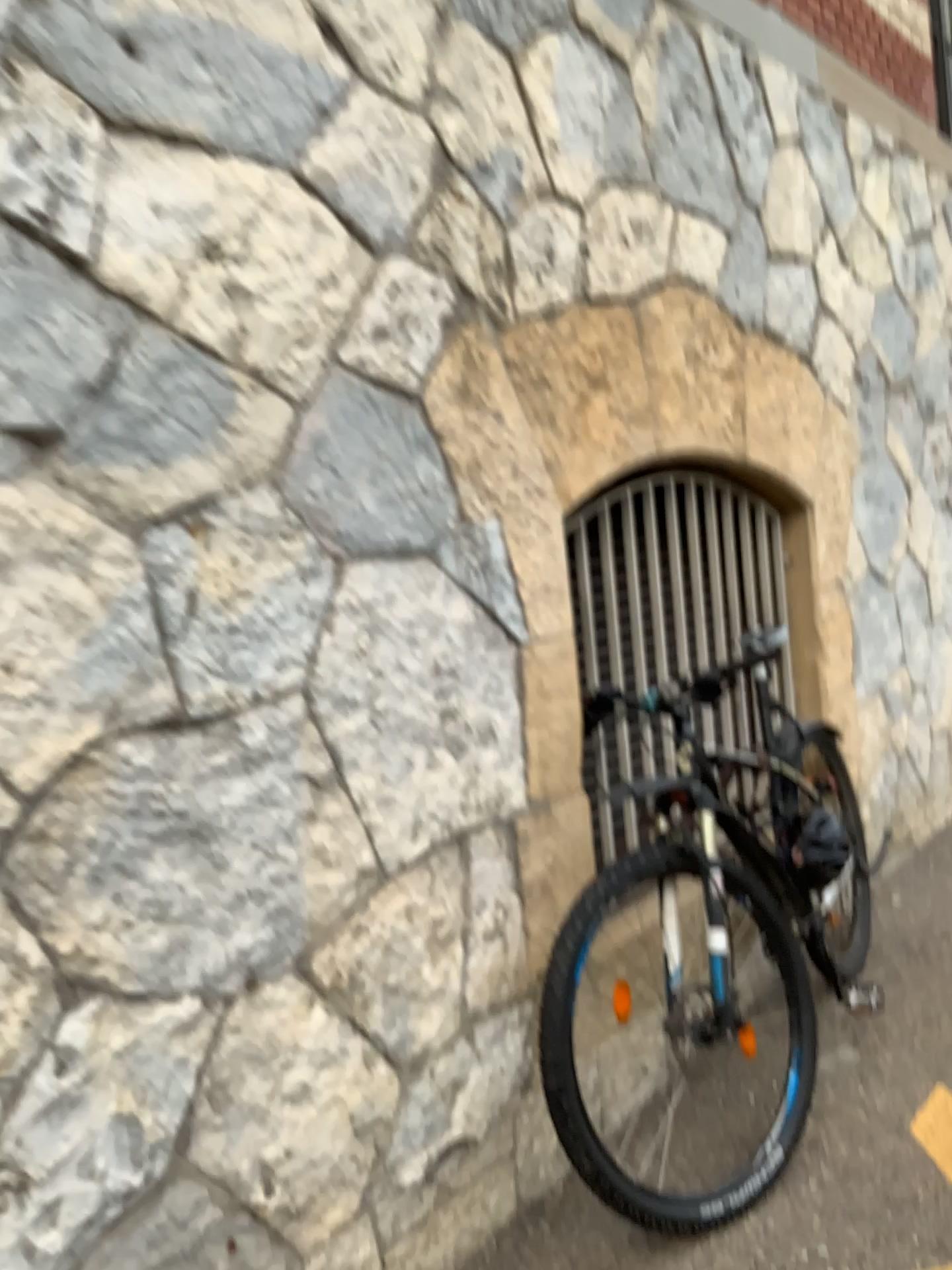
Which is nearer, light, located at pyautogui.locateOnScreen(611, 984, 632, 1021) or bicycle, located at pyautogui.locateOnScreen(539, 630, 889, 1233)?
bicycle, located at pyautogui.locateOnScreen(539, 630, 889, 1233)

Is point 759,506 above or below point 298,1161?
above

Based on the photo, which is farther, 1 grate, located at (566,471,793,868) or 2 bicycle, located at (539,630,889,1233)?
1 grate, located at (566,471,793,868)

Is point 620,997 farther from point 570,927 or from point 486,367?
point 486,367

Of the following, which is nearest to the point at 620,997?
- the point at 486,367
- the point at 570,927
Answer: the point at 570,927

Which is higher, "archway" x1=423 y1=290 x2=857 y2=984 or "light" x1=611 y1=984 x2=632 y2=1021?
"archway" x1=423 y1=290 x2=857 y2=984

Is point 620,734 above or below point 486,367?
below

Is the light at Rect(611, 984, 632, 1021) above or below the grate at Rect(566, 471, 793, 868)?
below
